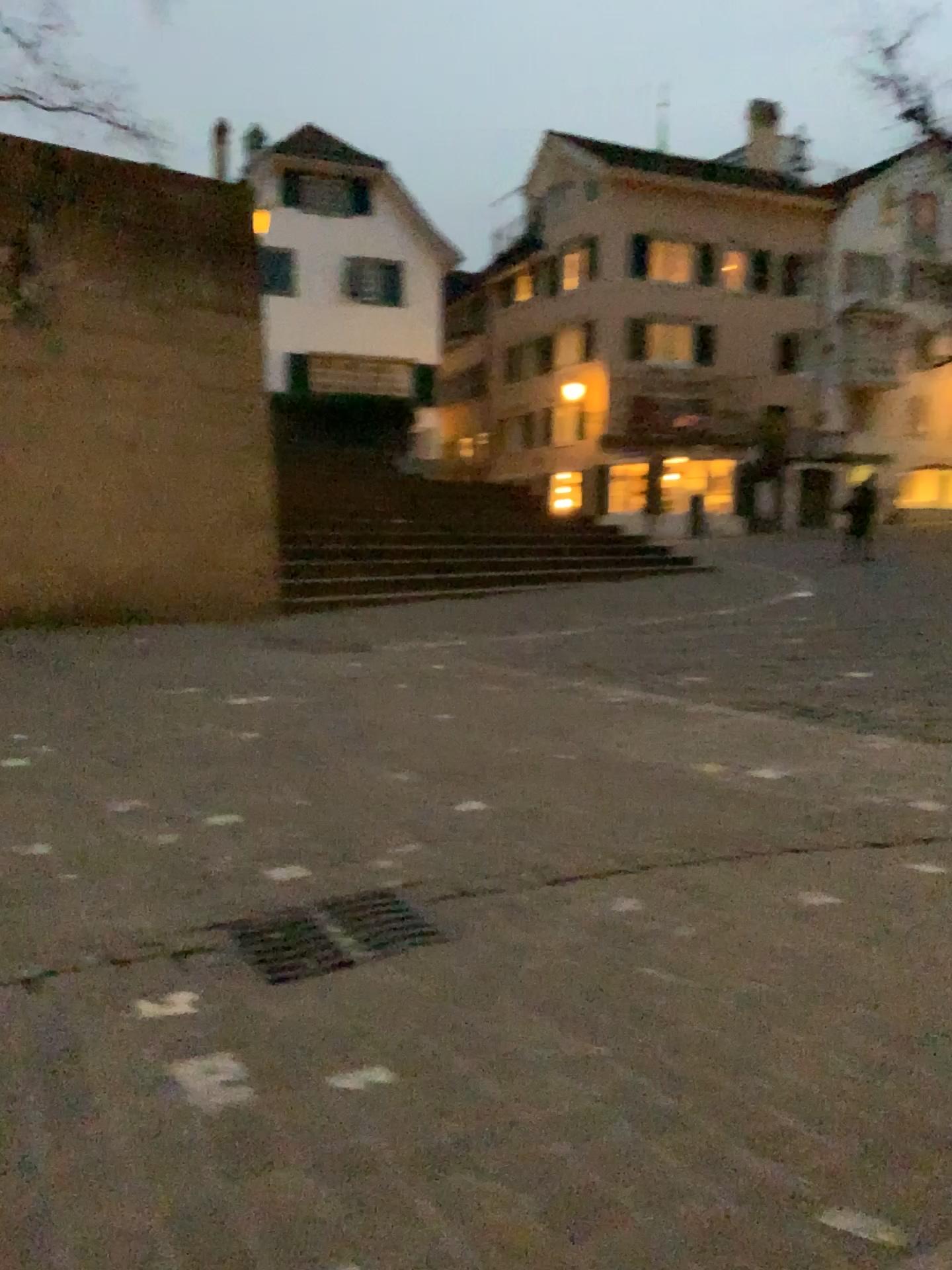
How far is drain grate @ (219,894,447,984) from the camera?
2.37m

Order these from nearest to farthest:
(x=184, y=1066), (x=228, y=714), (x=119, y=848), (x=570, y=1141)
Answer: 1. (x=570, y=1141)
2. (x=184, y=1066)
3. (x=119, y=848)
4. (x=228, y=714)

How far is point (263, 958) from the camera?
2.4m
